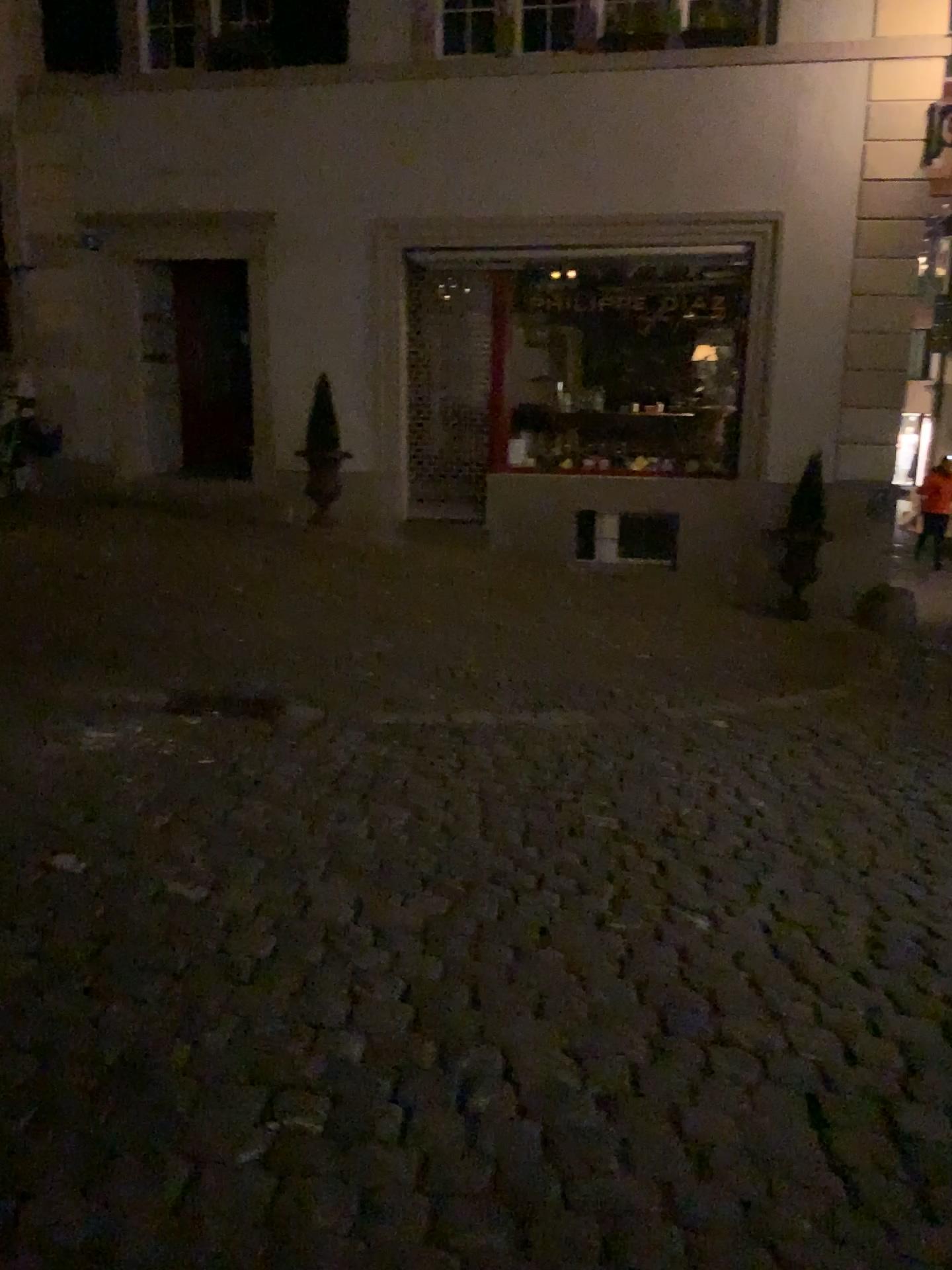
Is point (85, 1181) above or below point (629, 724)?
above
